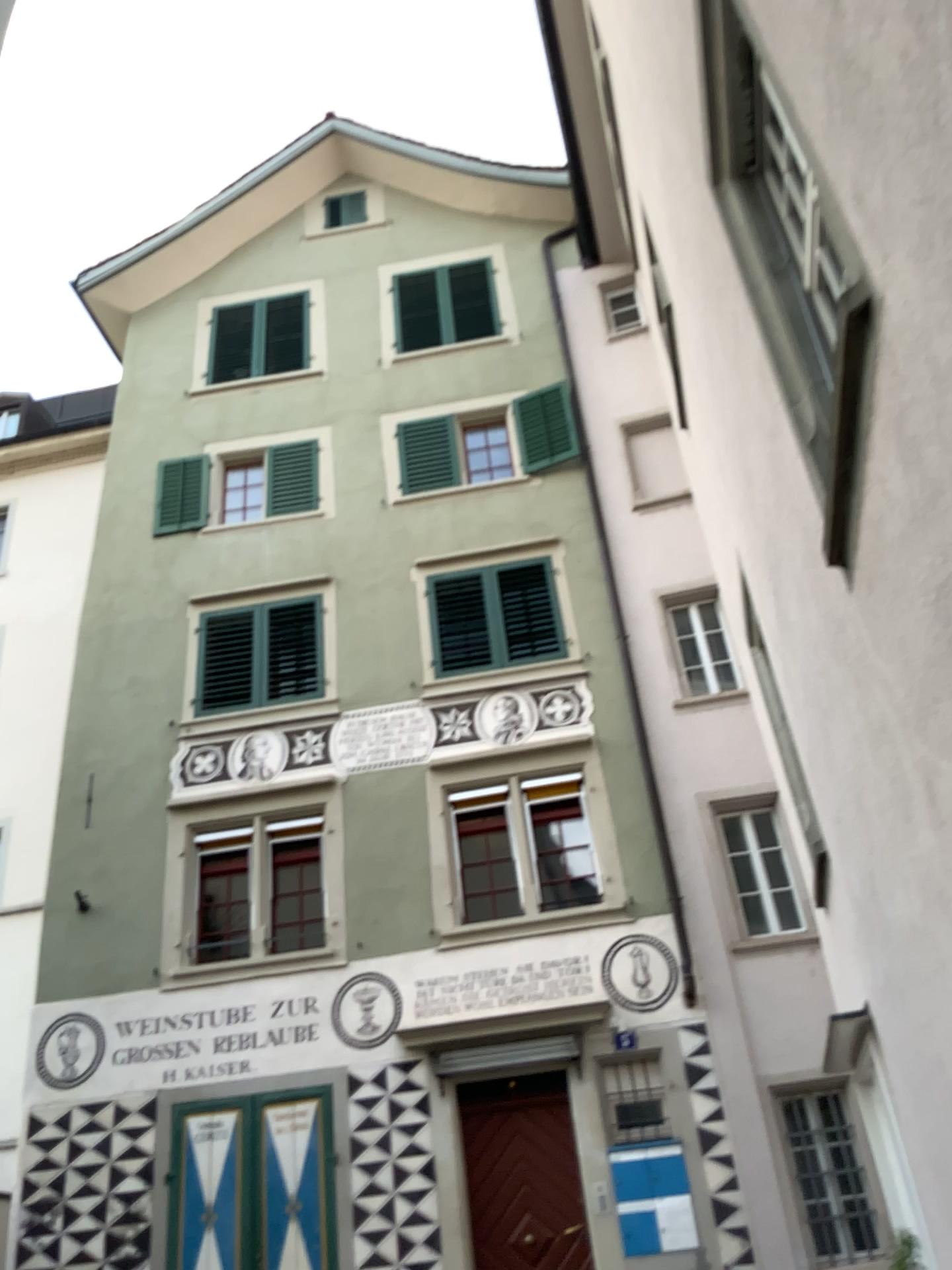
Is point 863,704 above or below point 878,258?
below
